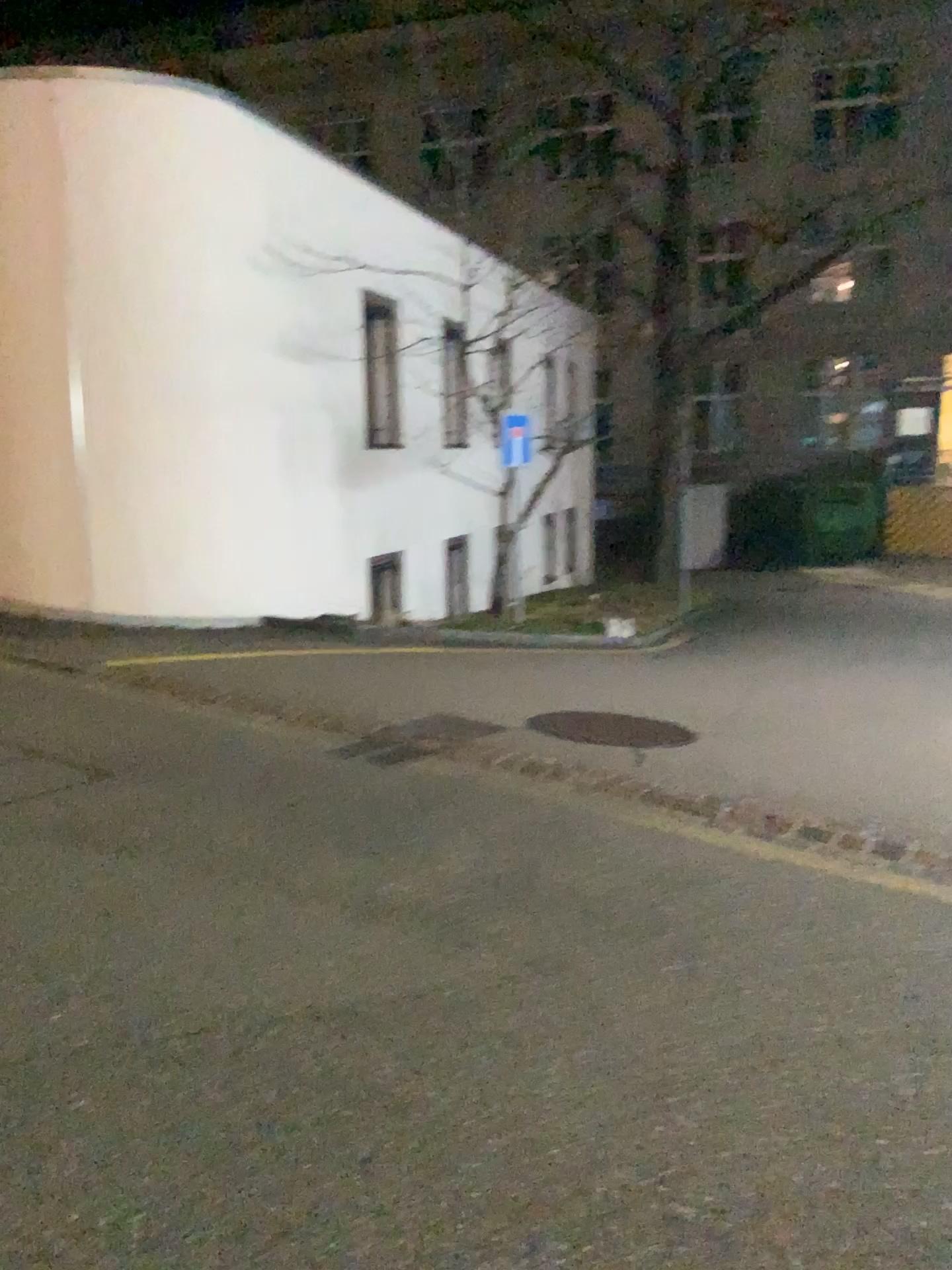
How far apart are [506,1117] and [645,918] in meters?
1.2 m
